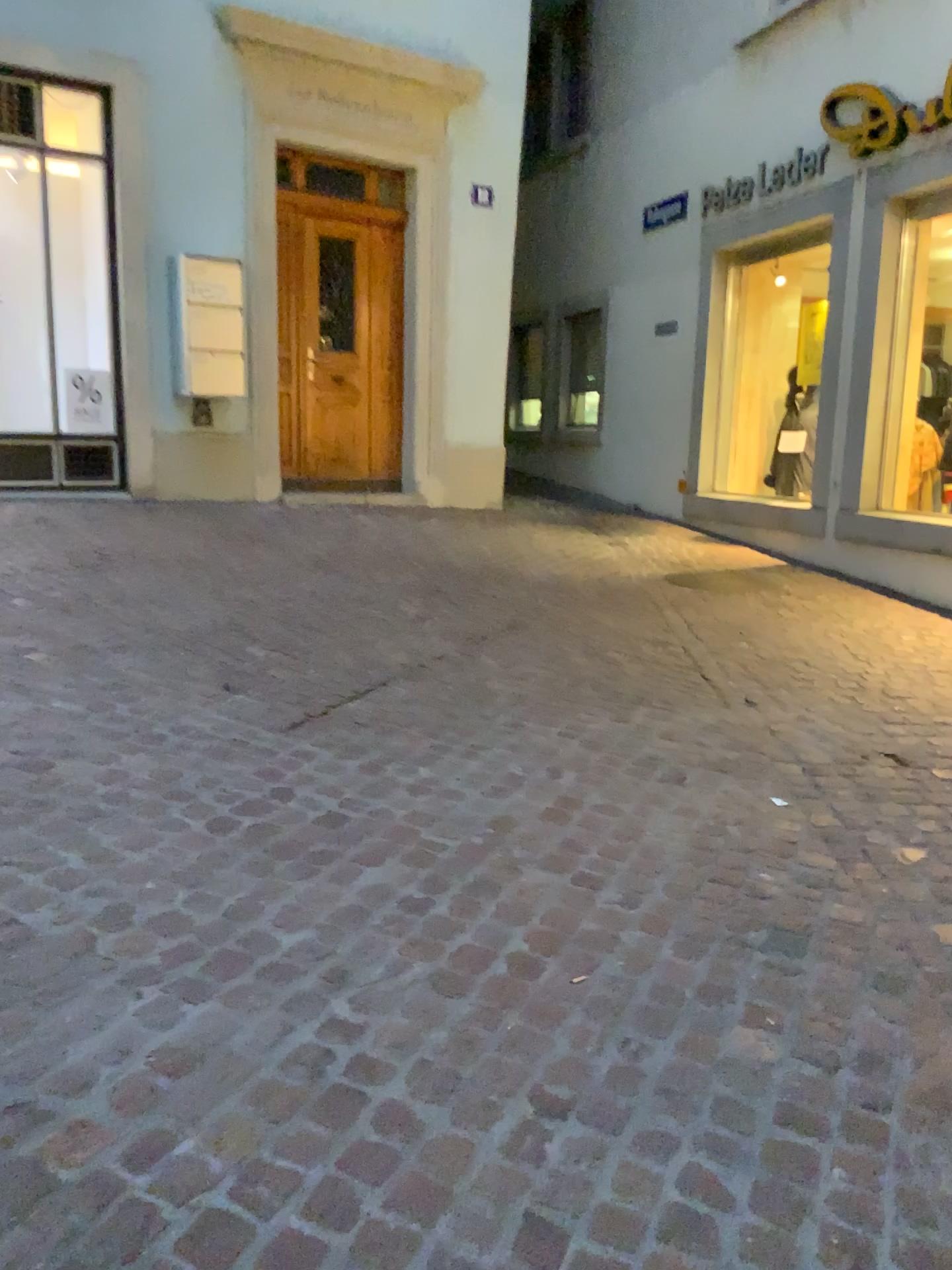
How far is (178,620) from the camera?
4.5 meters
